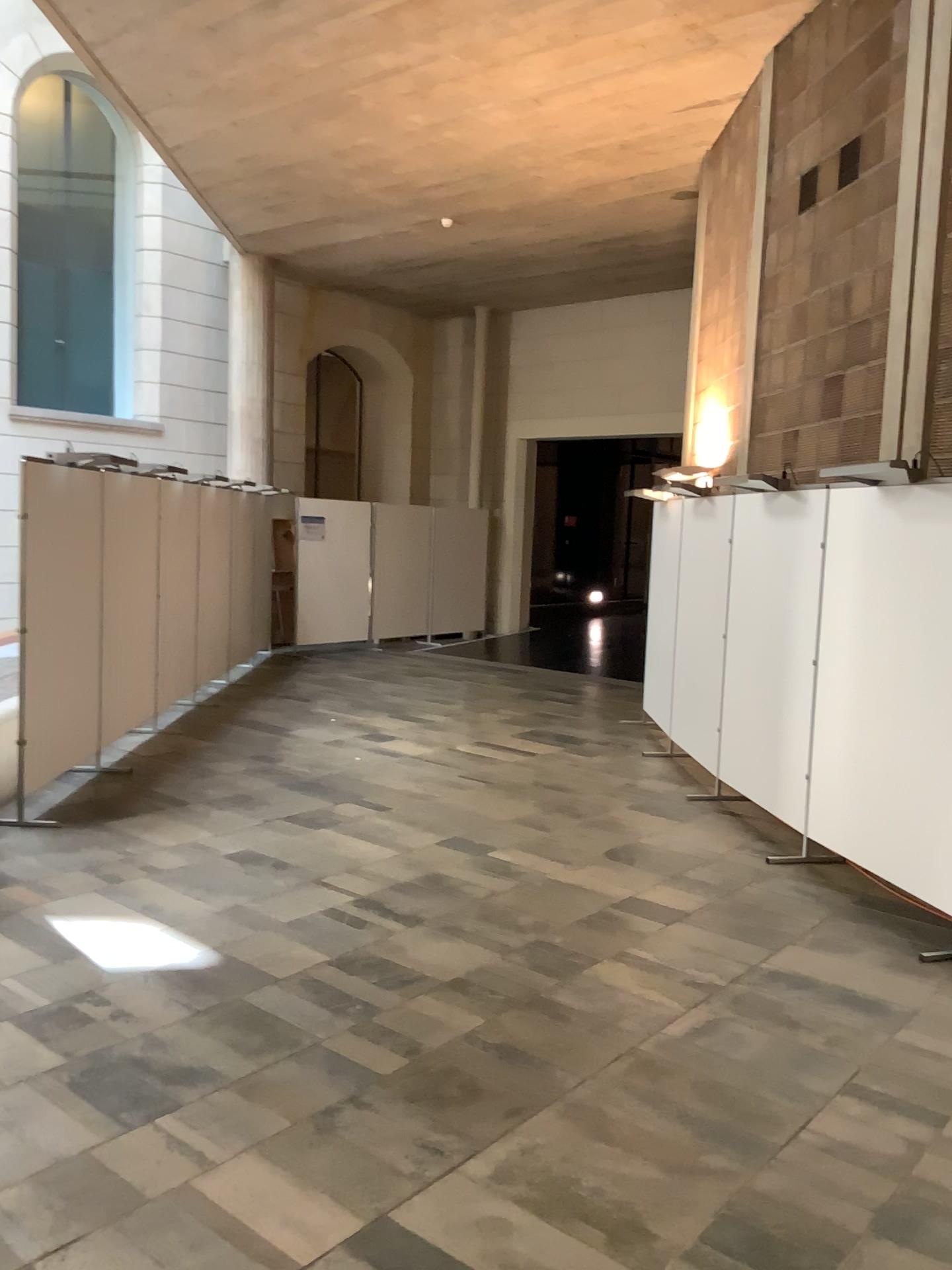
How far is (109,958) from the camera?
4.0 meters

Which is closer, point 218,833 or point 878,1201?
point 878,1201

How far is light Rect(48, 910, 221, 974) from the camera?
4.0m
